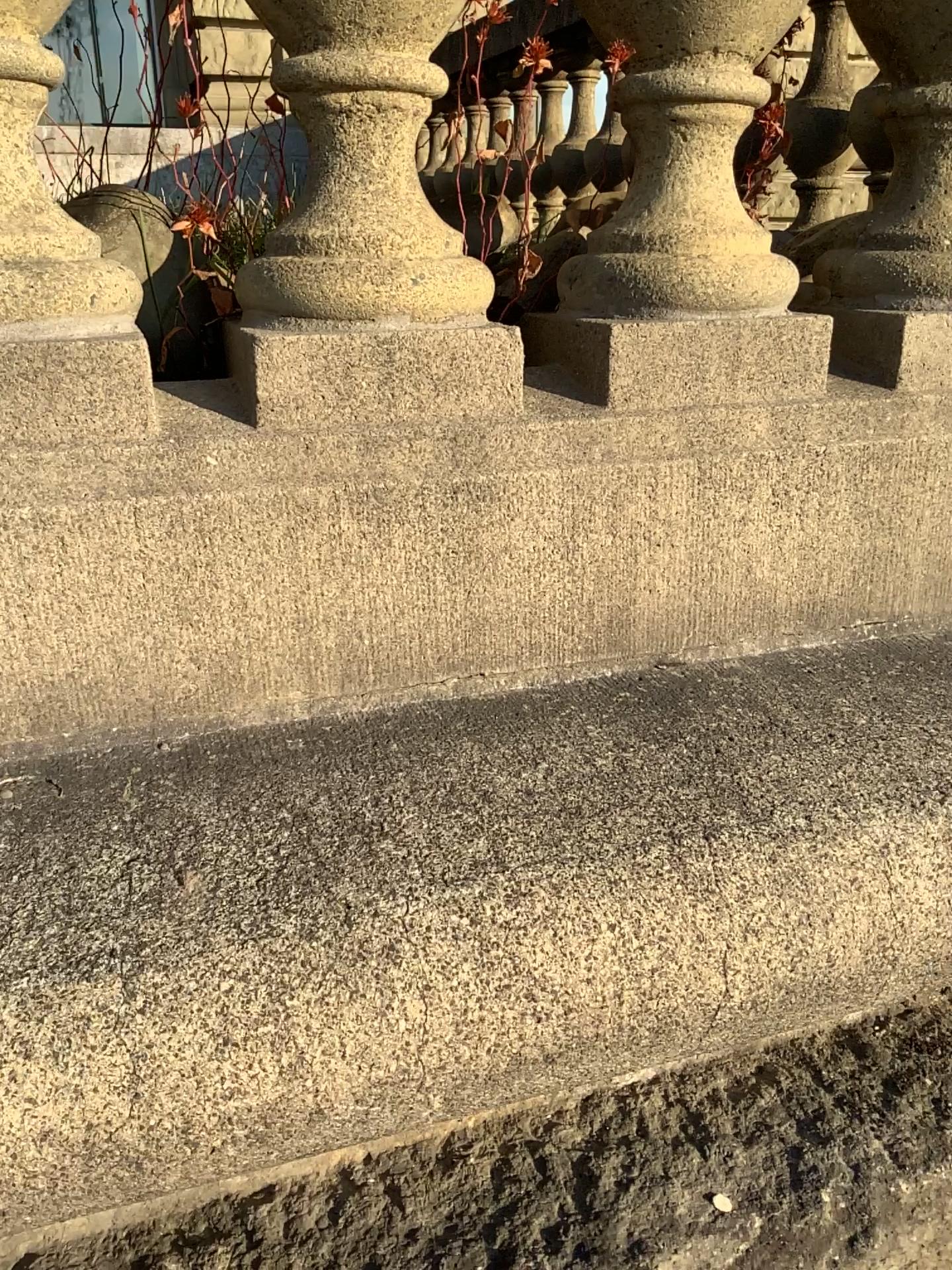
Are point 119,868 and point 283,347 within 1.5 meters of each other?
yes

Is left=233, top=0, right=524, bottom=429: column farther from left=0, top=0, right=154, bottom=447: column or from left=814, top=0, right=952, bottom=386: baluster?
left=814, top=0, right=952, bottom=386: baluster

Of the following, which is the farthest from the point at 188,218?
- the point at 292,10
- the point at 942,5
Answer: the point at 942,5

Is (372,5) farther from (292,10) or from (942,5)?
(942,5)

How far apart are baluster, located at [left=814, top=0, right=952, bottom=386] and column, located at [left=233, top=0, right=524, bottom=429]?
0.3 meters

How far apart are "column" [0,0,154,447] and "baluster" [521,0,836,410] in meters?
0.3 m

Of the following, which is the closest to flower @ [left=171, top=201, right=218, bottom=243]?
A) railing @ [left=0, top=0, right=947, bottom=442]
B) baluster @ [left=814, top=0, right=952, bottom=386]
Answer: railing @ [left=0, top=0, right=947, bottom=442]

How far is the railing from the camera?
0.7 meters

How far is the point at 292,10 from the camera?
0.70m

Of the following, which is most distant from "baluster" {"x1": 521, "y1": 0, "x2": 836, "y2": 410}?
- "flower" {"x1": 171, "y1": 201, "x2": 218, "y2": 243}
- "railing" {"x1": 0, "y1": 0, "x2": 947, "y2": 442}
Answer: "flower" {"x1": 171, "y1": 201, "x2": 218, "y2": 243}
